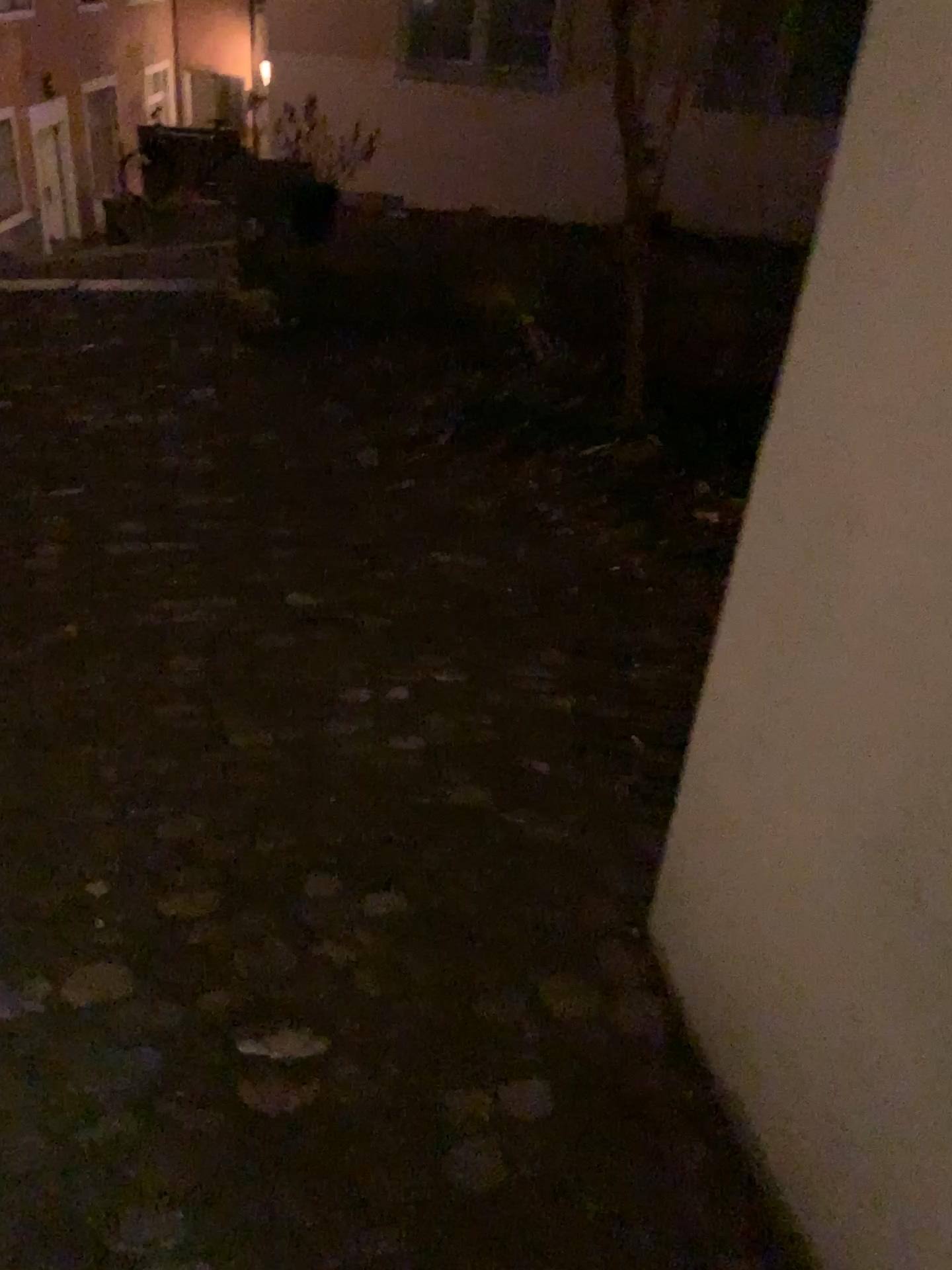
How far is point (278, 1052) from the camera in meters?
1.5 m

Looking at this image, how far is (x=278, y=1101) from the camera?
1.41m

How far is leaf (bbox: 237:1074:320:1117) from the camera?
1.4 meters

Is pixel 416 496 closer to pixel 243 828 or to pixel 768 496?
pixel 243 828

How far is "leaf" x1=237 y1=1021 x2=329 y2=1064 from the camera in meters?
1.5 m
